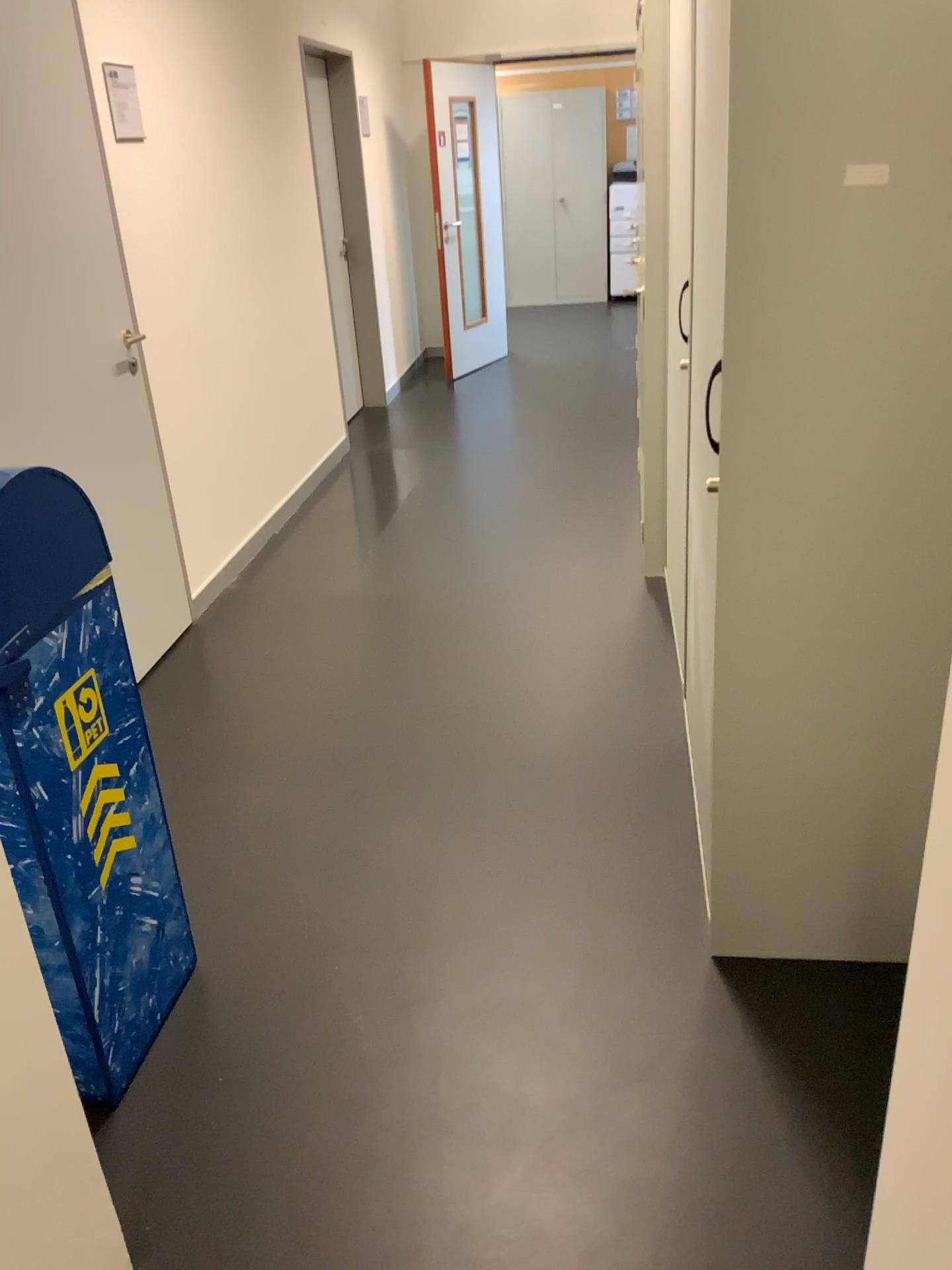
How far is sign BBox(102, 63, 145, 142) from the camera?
3.2 meters

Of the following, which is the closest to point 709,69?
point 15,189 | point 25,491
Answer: point 25,491

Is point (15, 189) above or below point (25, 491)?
above

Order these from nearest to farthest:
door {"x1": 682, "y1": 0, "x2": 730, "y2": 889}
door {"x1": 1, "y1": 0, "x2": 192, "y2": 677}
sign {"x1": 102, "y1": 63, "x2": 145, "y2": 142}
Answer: door {"x1": 682, "y1": 0, "x2": 730, "y2": 889}
door {"x1": 1, "y1": 0, "x2": 192, "y2": 677}
sign {"x1": 102, "y1": 63, "x2": 145, "y2": 142}

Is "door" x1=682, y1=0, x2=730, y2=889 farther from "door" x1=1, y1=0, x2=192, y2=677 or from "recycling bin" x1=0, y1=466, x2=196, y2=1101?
"door" x1=1, y1=0, x2=192, y2=677

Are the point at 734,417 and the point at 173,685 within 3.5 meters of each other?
yes

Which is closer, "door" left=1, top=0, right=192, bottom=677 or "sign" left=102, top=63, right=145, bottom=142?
"door" left=1, top=0, right=192, bottom=677

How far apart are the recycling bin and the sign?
2.0m

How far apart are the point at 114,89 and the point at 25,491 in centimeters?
220cm

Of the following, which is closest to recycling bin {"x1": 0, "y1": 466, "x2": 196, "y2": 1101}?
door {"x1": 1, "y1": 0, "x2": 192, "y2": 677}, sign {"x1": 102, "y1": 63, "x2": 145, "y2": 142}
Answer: door {"x1": 1, "y1": 0, "x2": 192, "y2": 677}
